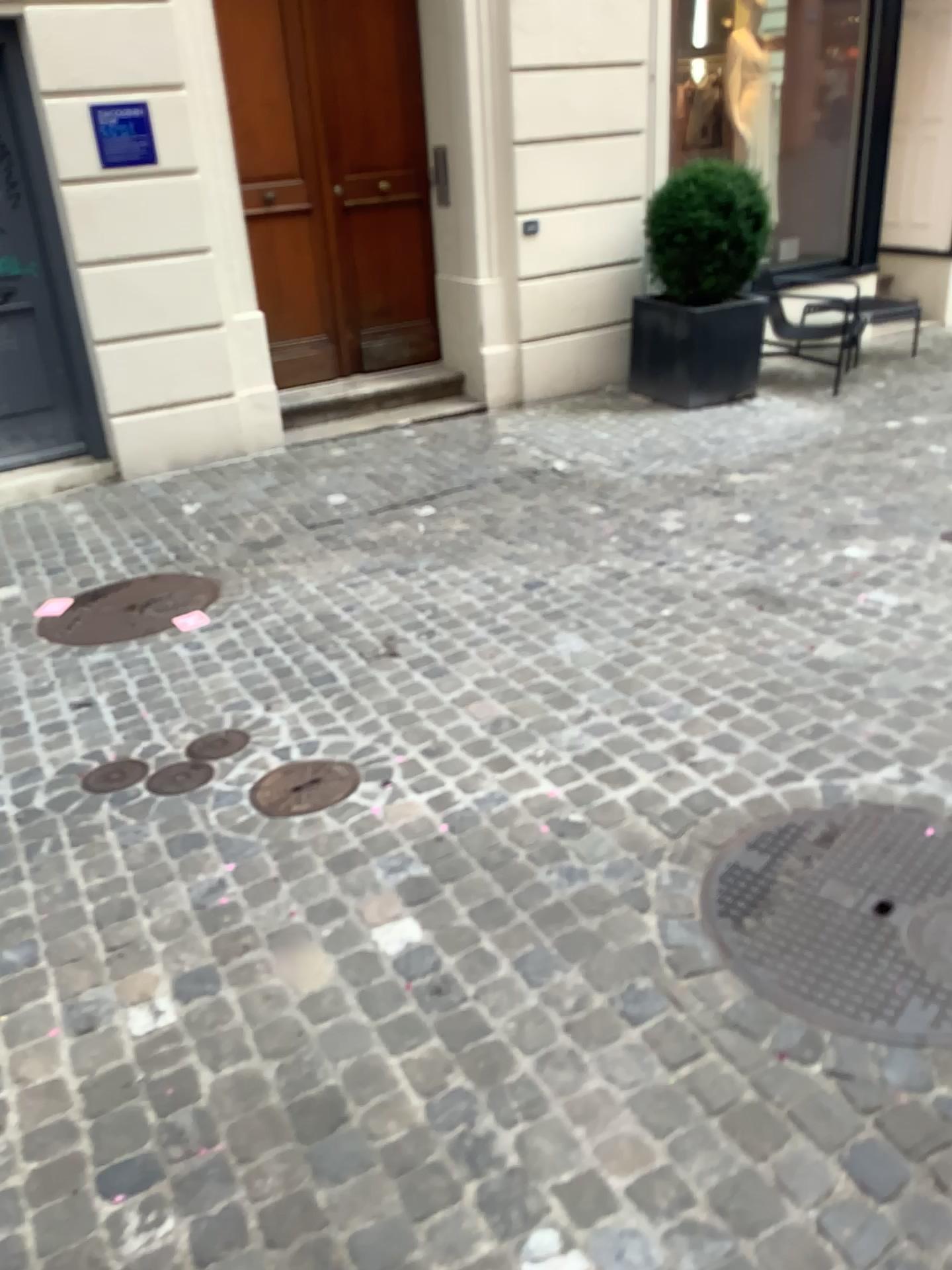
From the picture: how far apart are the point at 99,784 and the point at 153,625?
1.2m

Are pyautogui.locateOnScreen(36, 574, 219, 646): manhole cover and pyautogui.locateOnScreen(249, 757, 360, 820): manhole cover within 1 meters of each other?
no

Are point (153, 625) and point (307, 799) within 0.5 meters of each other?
no

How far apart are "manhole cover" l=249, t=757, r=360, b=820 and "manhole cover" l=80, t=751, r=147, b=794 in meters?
0.4 m

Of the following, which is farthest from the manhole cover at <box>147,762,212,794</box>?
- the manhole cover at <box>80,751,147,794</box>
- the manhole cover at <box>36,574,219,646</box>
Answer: the manhole cover at <box>36,574,219,646</box>

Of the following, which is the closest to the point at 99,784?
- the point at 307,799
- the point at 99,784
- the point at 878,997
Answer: the point at 99,784

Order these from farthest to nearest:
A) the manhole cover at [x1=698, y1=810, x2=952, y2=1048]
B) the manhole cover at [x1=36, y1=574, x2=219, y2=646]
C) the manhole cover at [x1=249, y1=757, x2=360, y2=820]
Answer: the manhole cover at [x1=36, y1=574, x2=219, y2=646]
the manhole cover at [x1=249, y1=757, x2=360, y2=820]
the manhole cover at [x1=698, y1=810, x2=952, y2=1048]

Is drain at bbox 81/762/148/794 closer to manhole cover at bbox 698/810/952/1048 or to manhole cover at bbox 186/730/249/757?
manhole cover at bbox 186/730/249/757

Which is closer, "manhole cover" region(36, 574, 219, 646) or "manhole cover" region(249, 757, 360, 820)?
"manhole cover" region(249, 757, 360, 820)

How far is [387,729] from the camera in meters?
3.0
